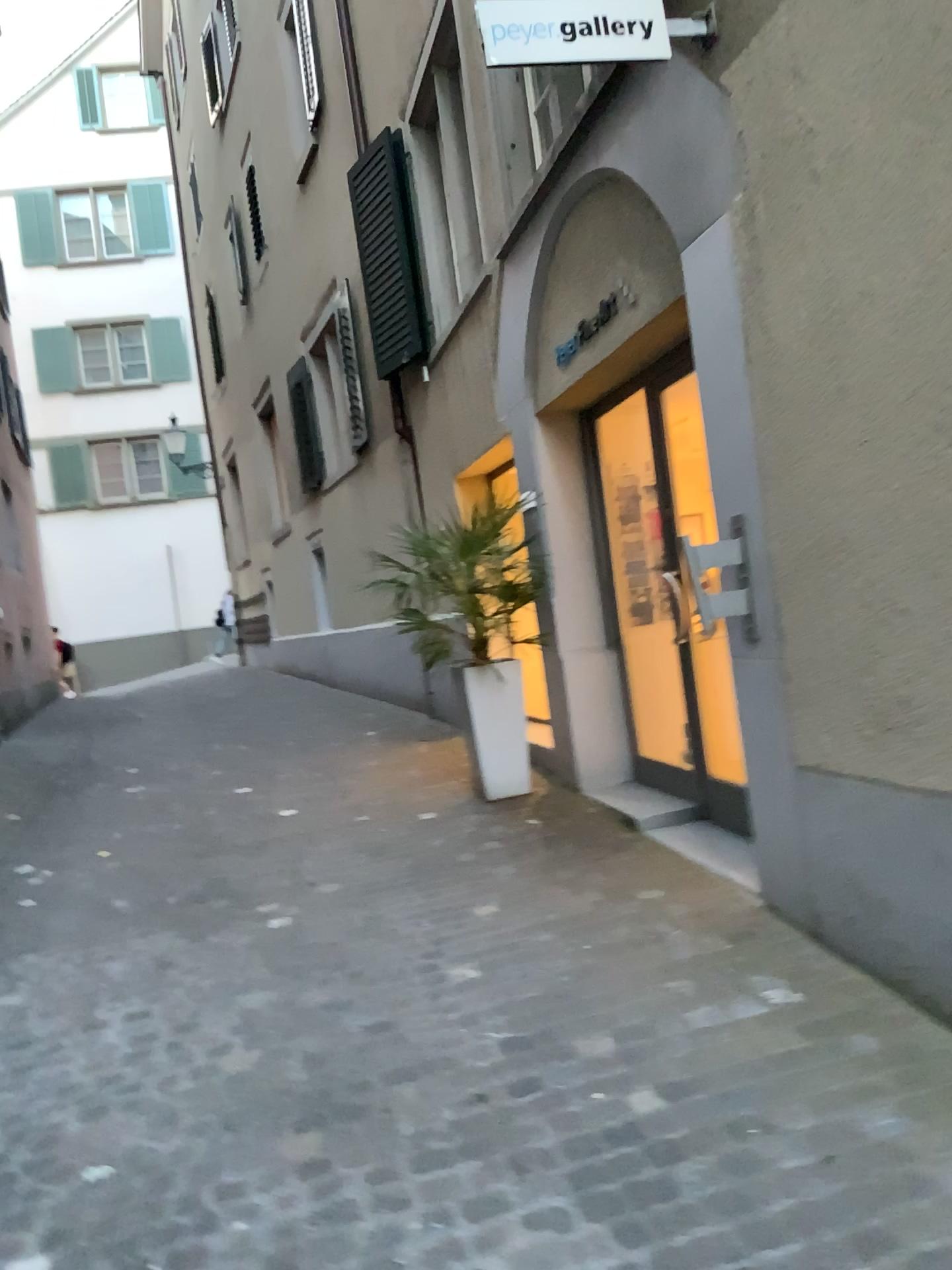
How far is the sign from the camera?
3.0 meters

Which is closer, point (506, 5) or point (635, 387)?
point (506, 5)

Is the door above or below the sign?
below

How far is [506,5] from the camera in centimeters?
298cm

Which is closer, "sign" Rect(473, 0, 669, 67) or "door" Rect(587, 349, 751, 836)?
"sign" Rect(473, 0, 669, 67)

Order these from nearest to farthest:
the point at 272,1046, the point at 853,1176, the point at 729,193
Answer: the point at 853,1176
the point at 272,1046
the point at 729,193

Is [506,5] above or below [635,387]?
above
